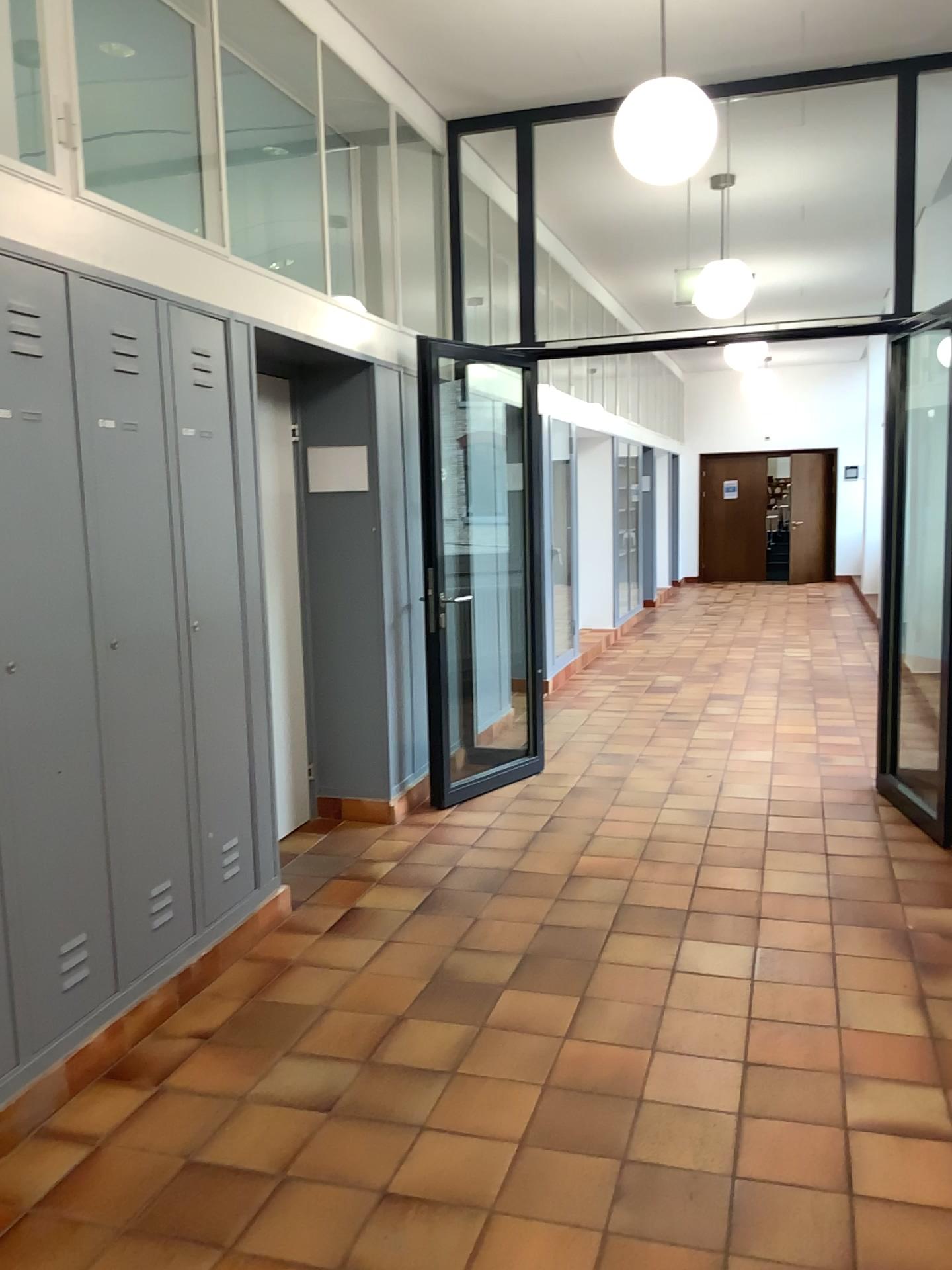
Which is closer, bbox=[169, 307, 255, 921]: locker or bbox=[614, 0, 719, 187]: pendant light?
bbox=[169, 307, 255, 921]: locker

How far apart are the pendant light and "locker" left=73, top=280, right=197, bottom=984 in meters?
1.9 m

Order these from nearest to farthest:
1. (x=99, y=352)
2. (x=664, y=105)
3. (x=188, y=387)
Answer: (x=99, y=352)
(x=188, y=387)
(x=664, y=105)

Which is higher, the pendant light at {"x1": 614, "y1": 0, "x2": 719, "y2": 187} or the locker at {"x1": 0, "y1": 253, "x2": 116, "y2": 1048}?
the pendant light at {"x1": 614, "y1": 0, "x2": 719, "y2": 187}

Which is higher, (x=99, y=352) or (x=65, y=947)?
(x=99, y=352)

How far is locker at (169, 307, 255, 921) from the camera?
3.3m

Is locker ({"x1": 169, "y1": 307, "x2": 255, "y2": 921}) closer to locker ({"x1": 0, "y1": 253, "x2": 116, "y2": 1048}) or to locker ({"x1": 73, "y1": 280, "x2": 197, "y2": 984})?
locker ({"x1": 73, "y1": 280, "x2": 197, "y2": 984})

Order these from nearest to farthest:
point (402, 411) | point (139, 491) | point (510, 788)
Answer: point (139, 491) → point (402, 411) → point (510, 788)

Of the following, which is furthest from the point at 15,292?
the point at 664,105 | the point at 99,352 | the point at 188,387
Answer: the point at 664,105

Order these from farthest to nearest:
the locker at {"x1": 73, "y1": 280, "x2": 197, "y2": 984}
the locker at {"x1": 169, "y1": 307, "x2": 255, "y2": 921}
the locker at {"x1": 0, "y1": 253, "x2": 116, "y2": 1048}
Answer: the locker at {"x1": 169, "y1": 307, "x2": 255, "y2": 921}
the locker at {"x1": 73, "y1": 280, "x2": 197, "y2": 984}
the locker at {"x1": 0, "y1": 253, "x2": 116, "y2": 1048}
